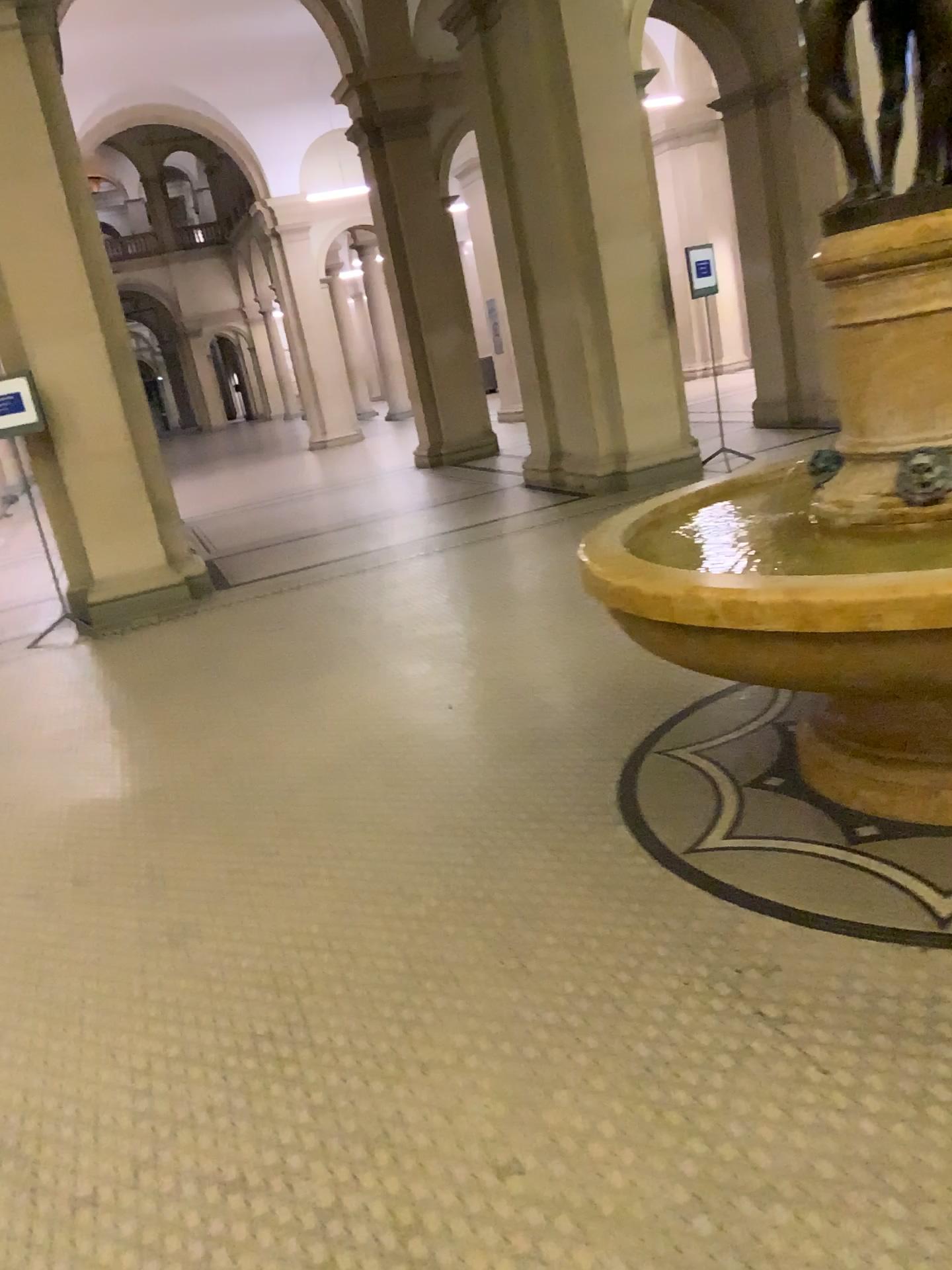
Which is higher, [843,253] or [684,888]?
[843,253]
